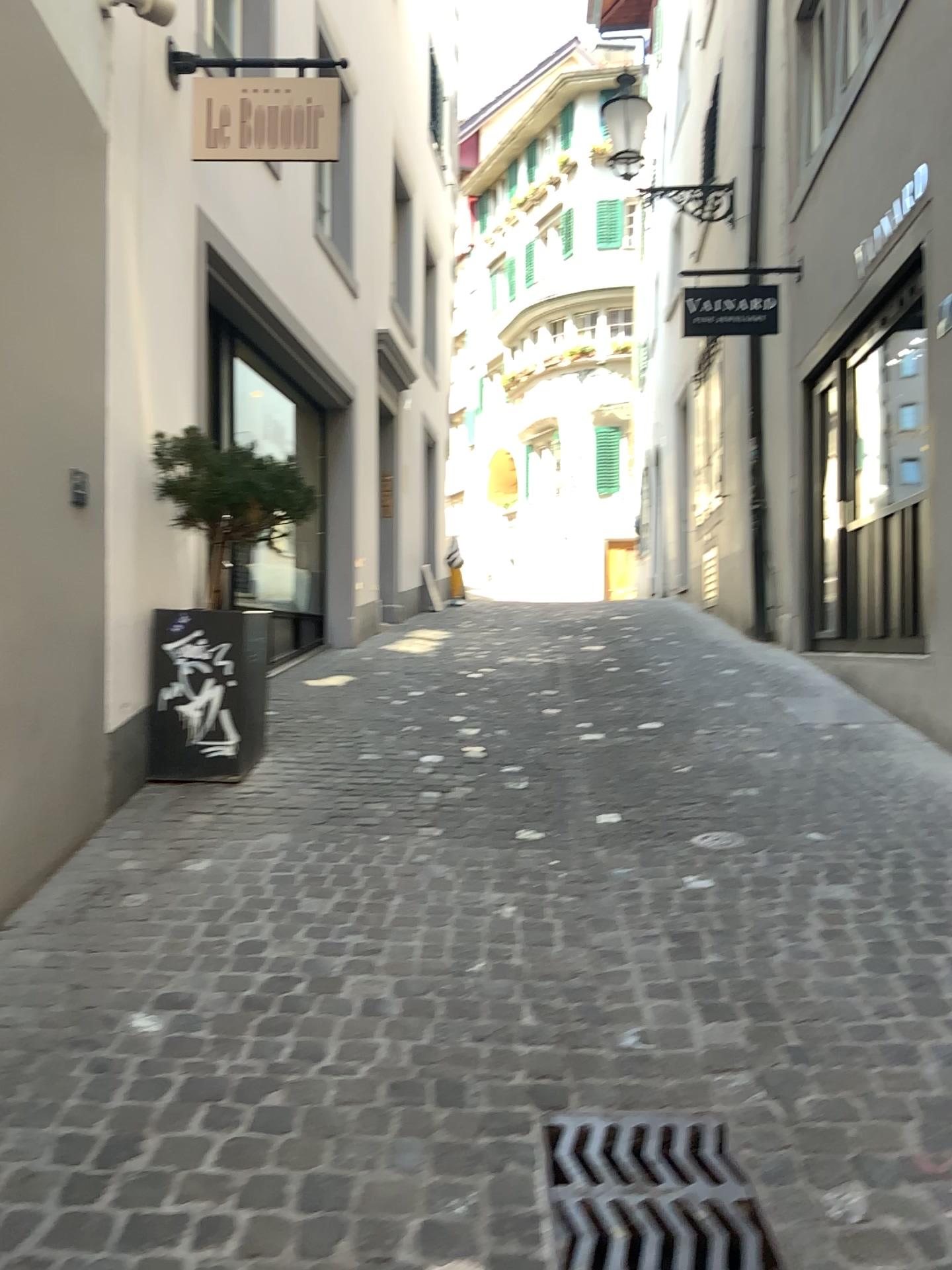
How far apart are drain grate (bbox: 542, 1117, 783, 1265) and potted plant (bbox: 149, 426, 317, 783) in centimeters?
284cm

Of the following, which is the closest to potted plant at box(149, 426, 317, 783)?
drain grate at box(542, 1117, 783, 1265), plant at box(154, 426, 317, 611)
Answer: plant at box(154, 426, 317, 611)

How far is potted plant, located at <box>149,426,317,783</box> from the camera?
4.63m

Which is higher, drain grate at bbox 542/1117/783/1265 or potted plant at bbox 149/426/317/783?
potted plant at bbox 149/426/317/783

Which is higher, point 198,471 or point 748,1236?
point 198,471

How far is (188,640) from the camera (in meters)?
4.63

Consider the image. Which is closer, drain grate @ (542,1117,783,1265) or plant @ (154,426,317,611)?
drain grate @ (542,1117,783,1265)

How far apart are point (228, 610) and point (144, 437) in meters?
0.8 m

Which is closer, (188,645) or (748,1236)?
(748,1236)

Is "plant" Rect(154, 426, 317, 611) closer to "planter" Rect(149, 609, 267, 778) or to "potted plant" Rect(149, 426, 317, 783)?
"potted plant" Rect(149, 426, 317, 783)
